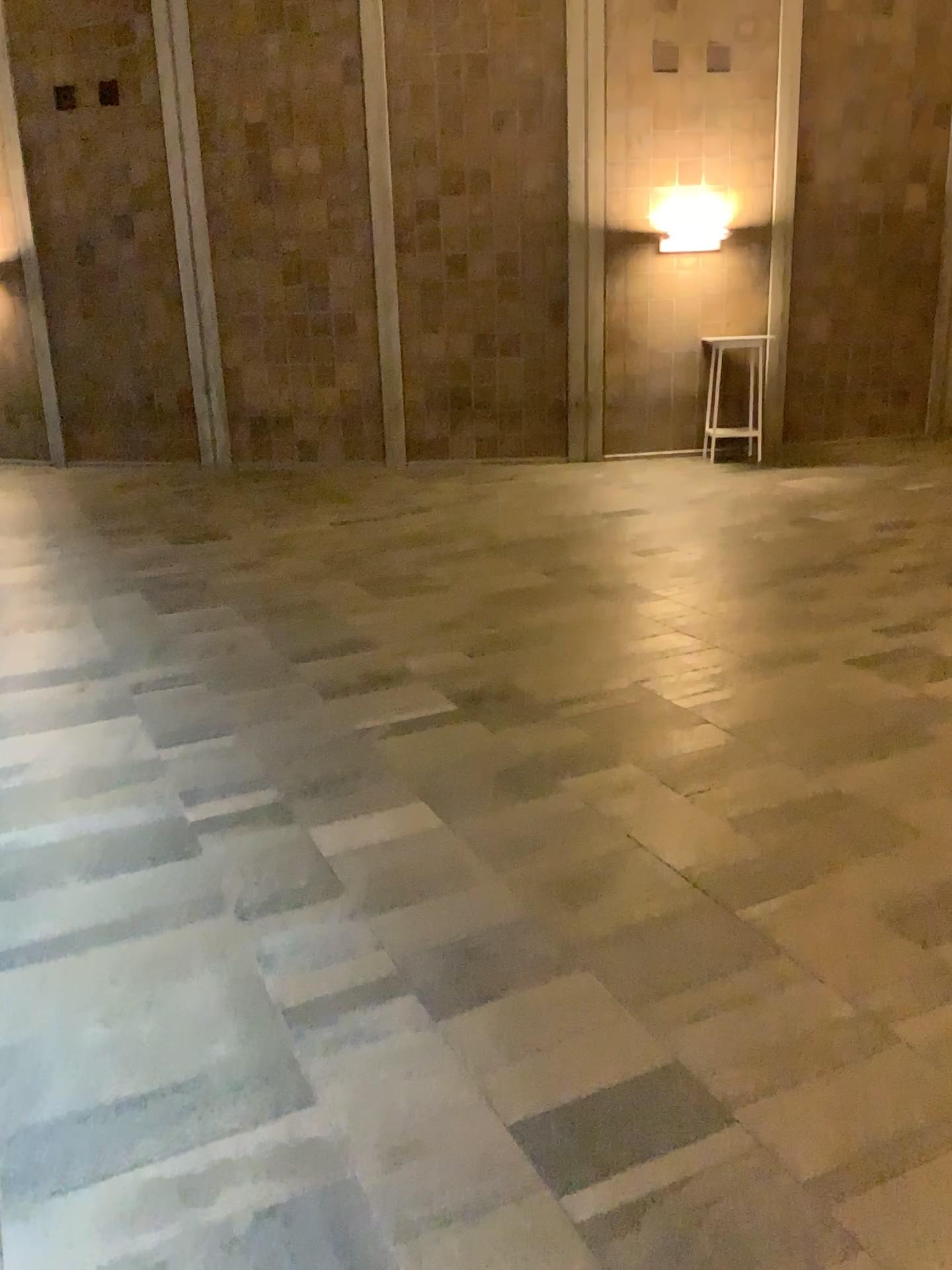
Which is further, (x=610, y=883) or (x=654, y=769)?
(x=654, y=769)
